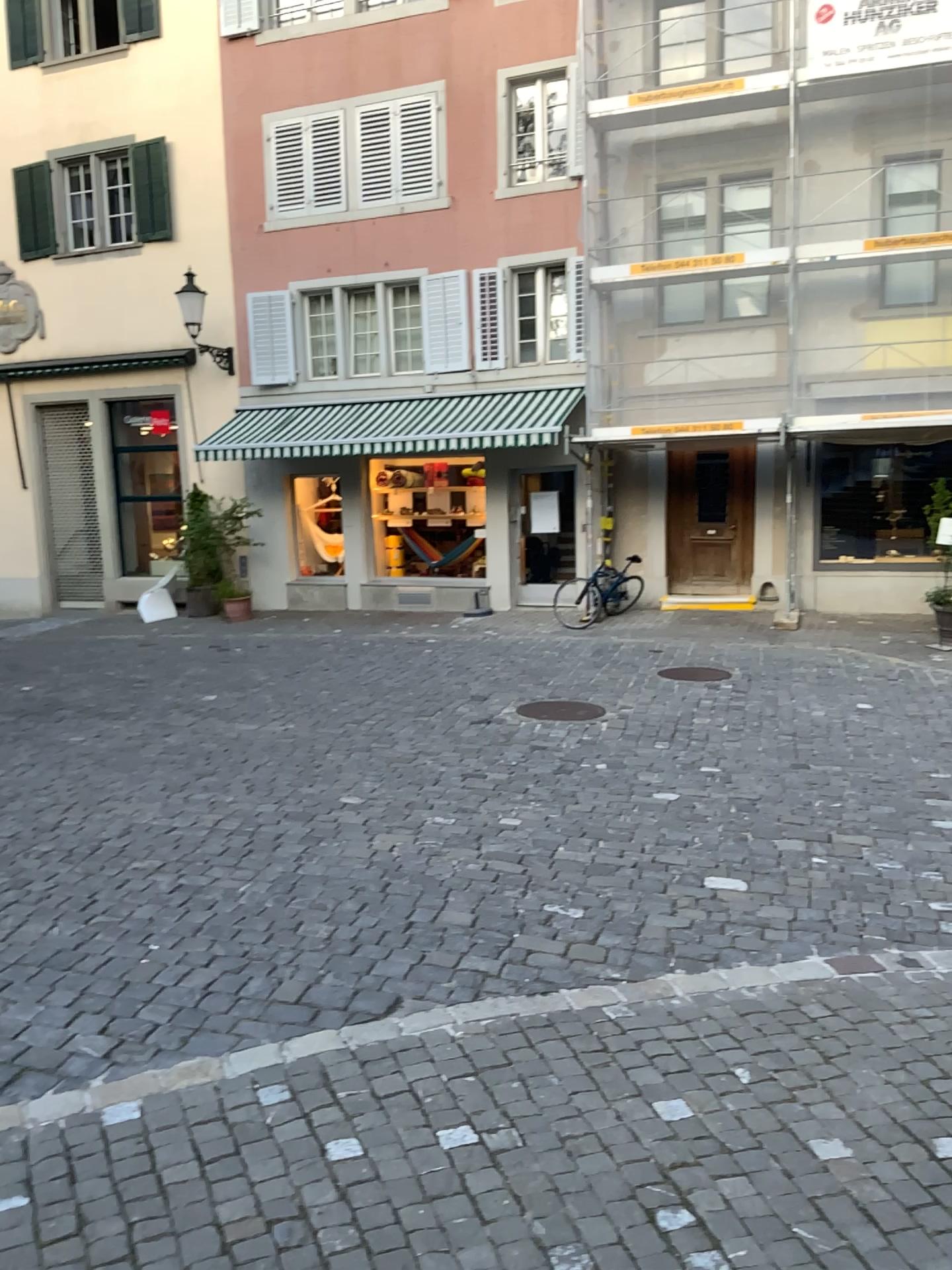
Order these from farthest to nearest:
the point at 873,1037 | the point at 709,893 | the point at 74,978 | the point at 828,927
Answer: the point at 709,893 < the point at 828,927 < the point at 74,978 < the point at 873,1037
